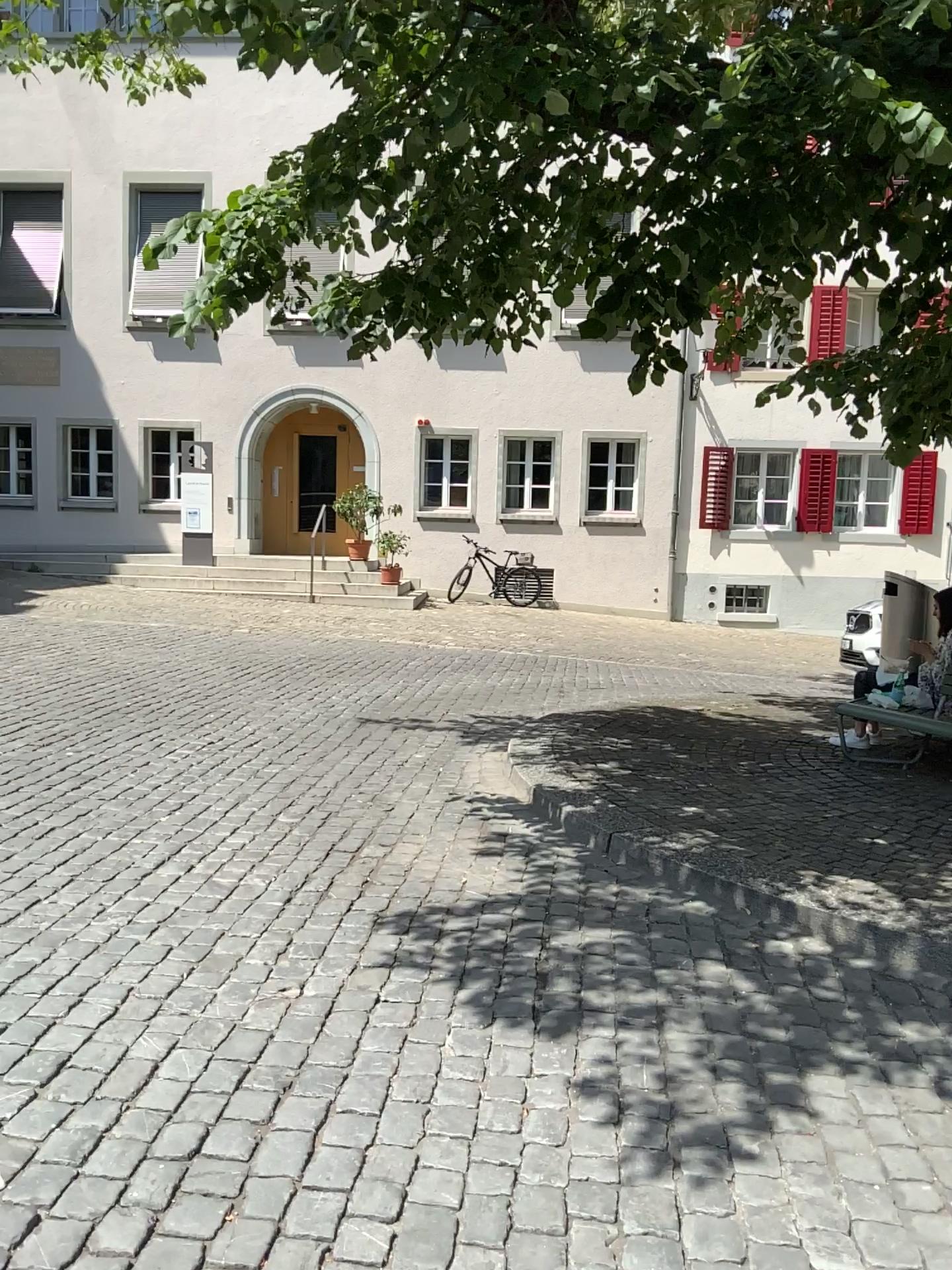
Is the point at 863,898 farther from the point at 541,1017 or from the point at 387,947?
the point at 387,947
